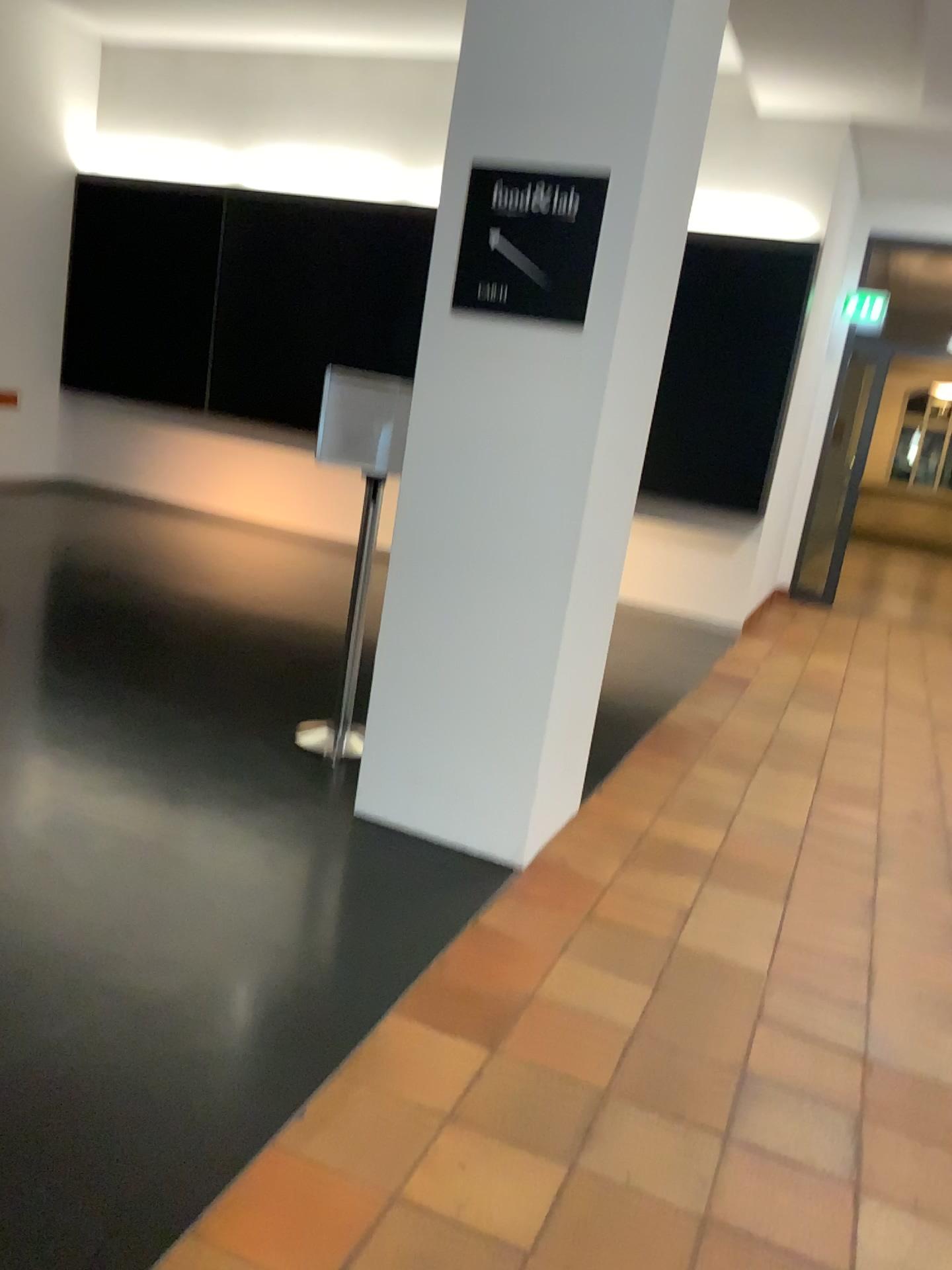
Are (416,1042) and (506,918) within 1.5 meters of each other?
yes

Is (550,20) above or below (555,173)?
above

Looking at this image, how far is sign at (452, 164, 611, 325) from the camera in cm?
283

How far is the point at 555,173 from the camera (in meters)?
2.83
